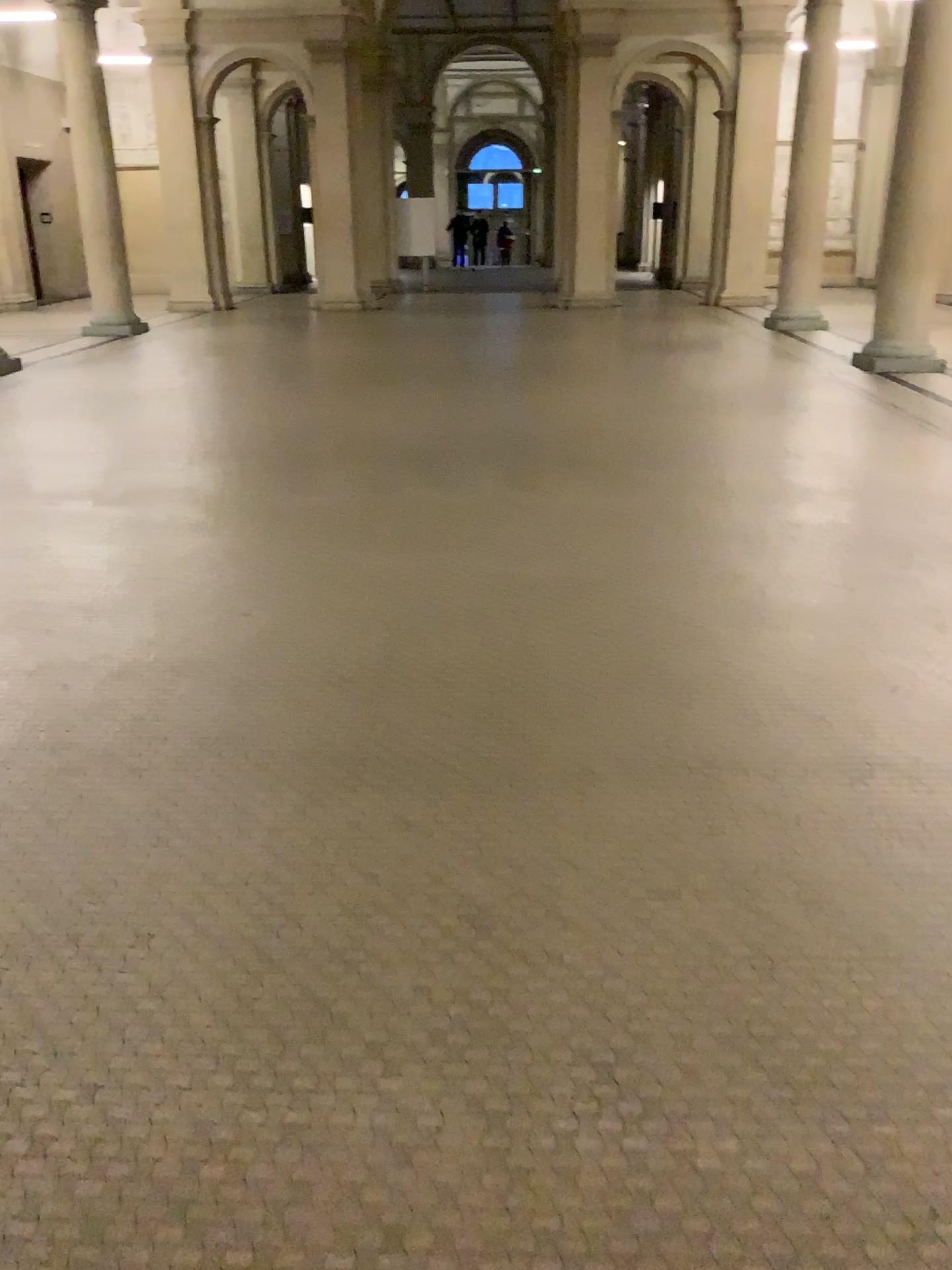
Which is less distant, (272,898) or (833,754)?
(272,898)
